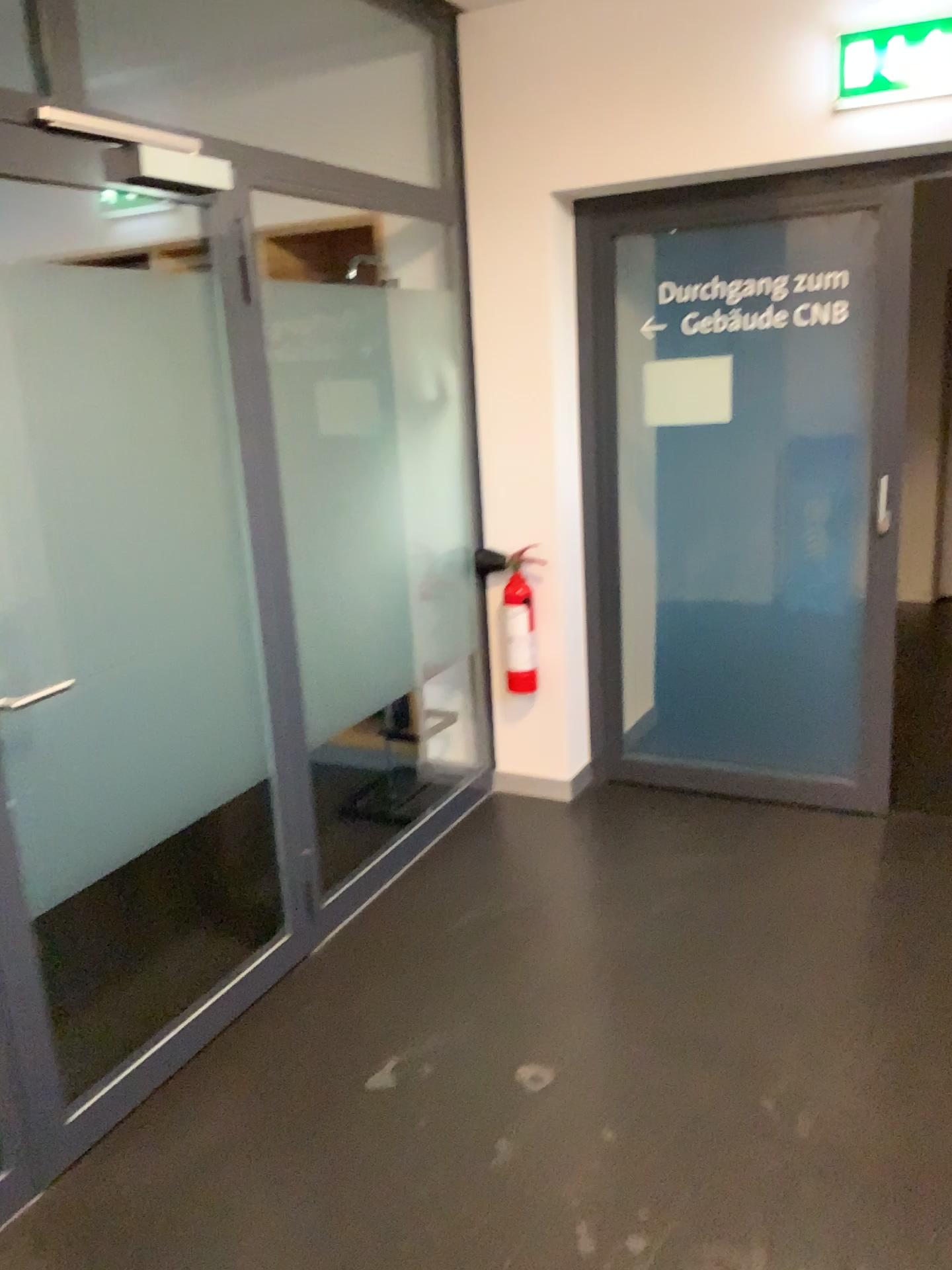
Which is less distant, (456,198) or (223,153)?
(223,153)

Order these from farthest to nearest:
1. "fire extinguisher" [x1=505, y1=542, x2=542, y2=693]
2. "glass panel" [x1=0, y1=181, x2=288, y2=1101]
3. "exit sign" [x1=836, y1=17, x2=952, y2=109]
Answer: "fire extinguisher" [x1=505, y1=542, x2=542, y2=693] < "exit sign" [x1=836, y1=17, x2=952, y2=109] < "glass panel" [x1=0, y1=181, x2=288, y2=1101]

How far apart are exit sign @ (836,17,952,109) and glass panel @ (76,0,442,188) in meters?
1.3

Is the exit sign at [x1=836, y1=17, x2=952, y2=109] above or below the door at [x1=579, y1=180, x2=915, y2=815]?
above

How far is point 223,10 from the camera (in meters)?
3.43

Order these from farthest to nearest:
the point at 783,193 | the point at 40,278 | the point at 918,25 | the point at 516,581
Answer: the point at 516,581, the point at 783,193, the point at 918,25, the point at 40,278

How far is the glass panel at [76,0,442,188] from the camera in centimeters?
343cm

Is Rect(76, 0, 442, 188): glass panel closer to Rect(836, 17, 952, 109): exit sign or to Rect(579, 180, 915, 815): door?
Rect(579, 180, 915, 815): door

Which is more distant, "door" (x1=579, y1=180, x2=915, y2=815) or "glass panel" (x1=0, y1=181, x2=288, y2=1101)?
"door" (x1=579, y1=180, x2=915, y2=815)

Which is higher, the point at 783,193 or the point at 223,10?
the point at 223,10
